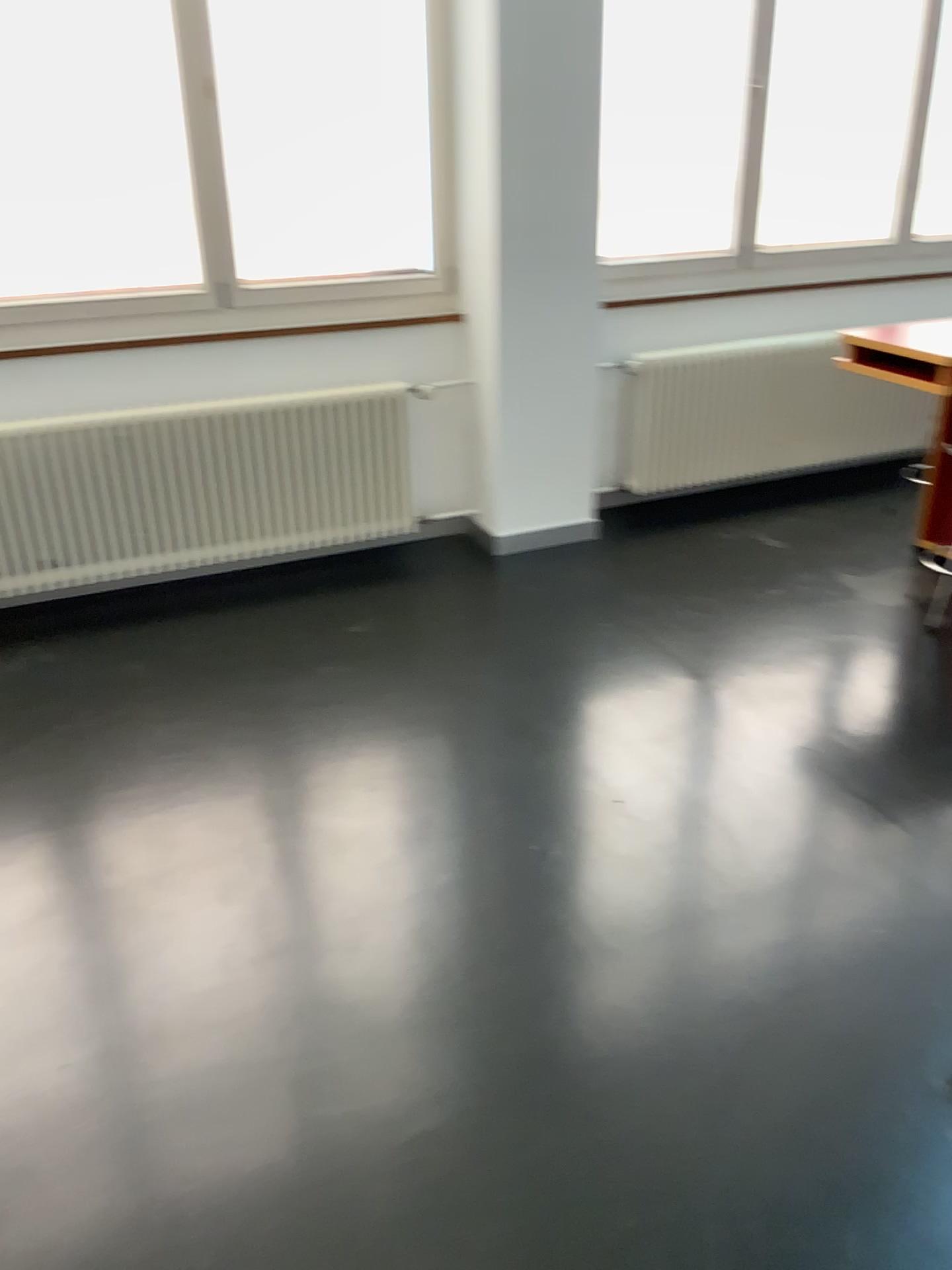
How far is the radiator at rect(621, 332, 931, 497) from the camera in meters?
4.5 m

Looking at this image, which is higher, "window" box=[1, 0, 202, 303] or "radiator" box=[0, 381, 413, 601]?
"window" box=[1, 0, 202, 303]

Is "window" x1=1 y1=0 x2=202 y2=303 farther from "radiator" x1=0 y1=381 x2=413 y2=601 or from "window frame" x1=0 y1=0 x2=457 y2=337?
"radiator" x1=0 y1=381 x2=413 y2=601

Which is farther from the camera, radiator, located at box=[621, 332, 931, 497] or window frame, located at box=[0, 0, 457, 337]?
radiator, located at box=[621, 332, 931, 497]

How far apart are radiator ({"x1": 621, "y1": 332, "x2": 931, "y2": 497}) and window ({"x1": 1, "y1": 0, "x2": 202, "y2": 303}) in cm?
186

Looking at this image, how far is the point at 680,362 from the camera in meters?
4.5

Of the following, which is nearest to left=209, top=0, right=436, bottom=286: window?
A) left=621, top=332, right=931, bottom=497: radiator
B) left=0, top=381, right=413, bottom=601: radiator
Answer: left=0, top=381, right=413, bottom=601: radiator

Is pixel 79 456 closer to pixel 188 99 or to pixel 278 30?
pixel 188 99

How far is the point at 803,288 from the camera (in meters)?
A: 4.75

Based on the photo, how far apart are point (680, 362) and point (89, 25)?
2.5 meters
